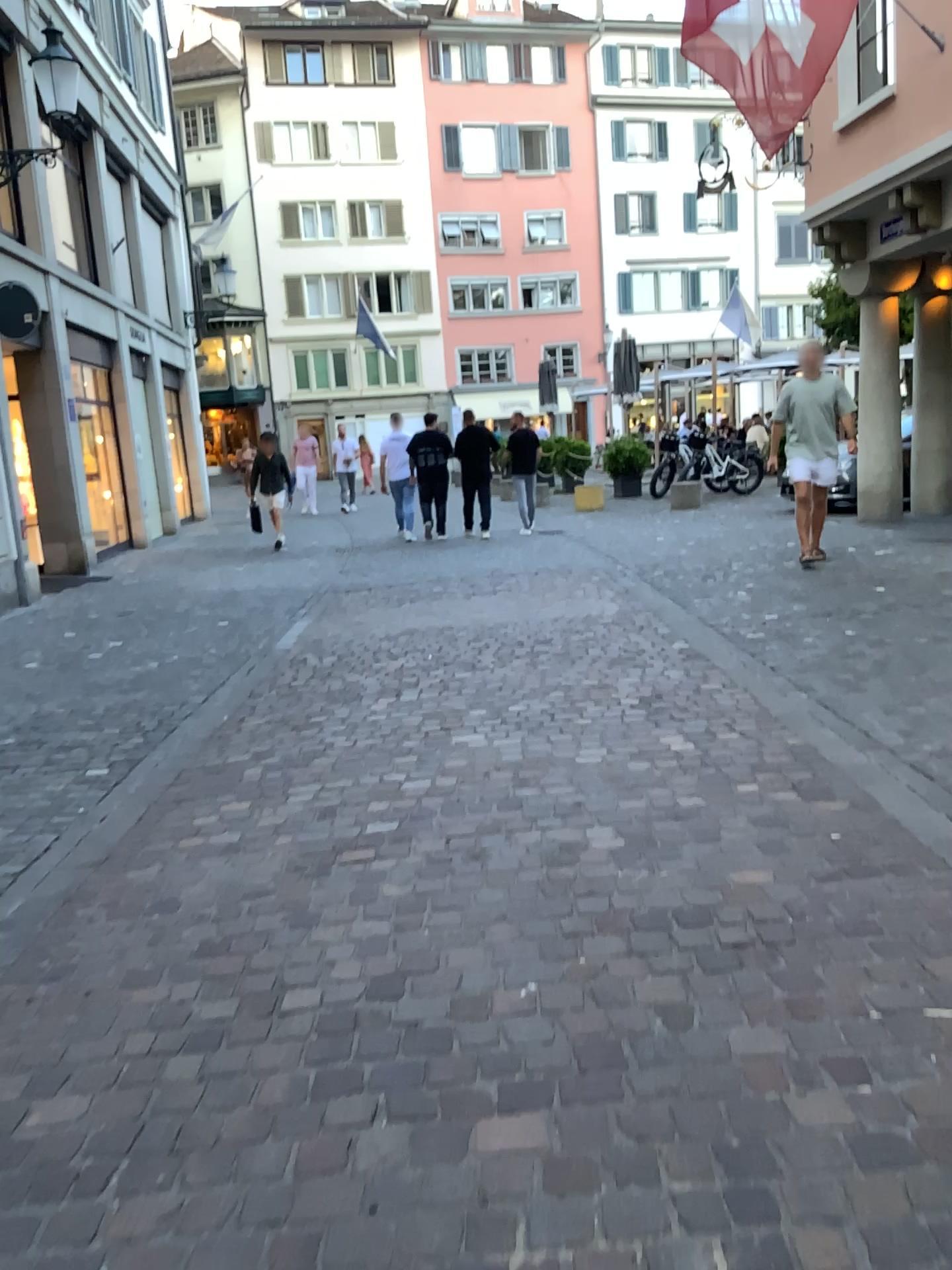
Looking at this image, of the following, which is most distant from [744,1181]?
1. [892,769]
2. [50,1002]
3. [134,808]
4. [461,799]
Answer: [134,808]
